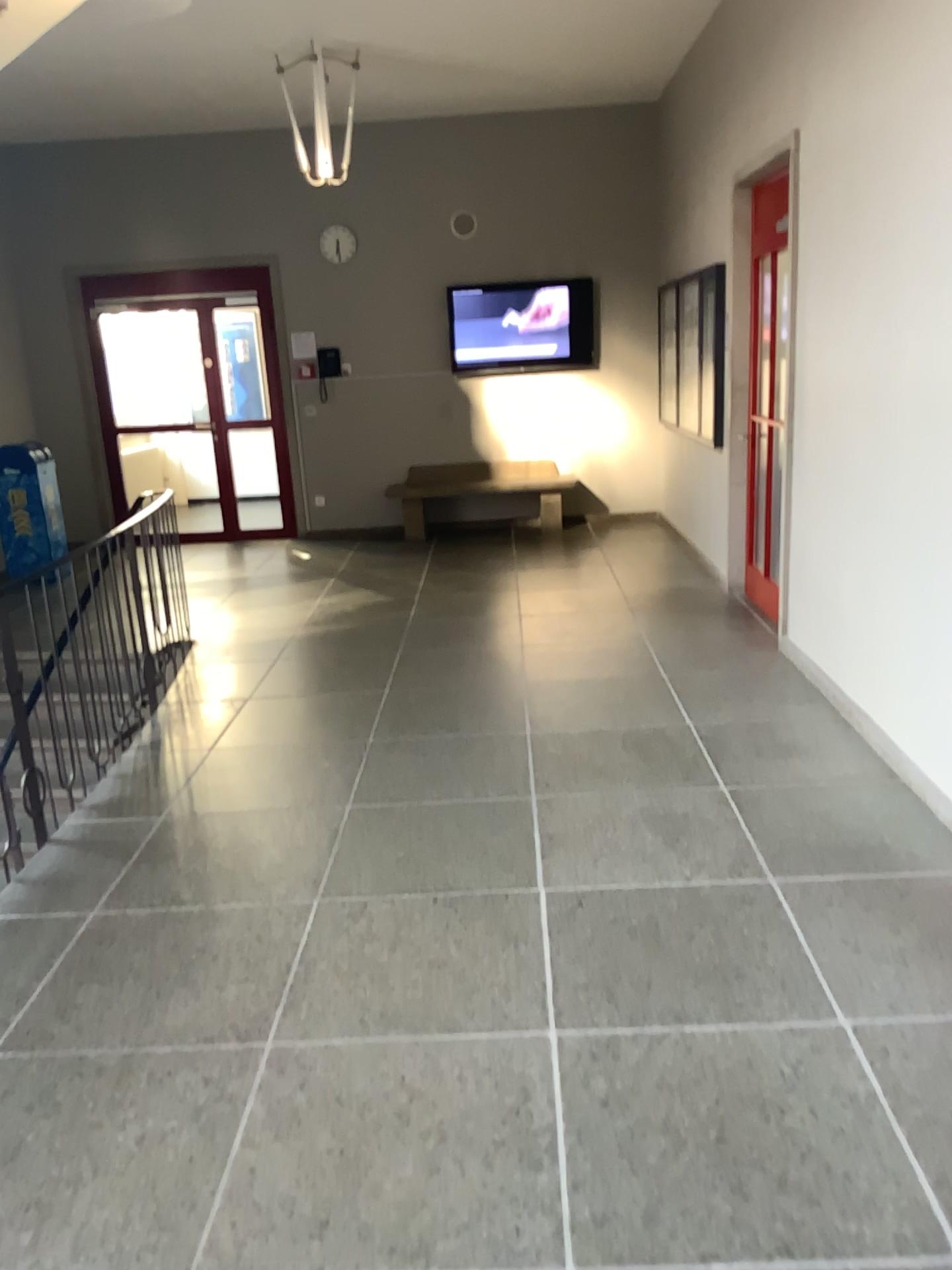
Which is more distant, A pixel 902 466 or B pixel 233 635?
B pixel 233 635
